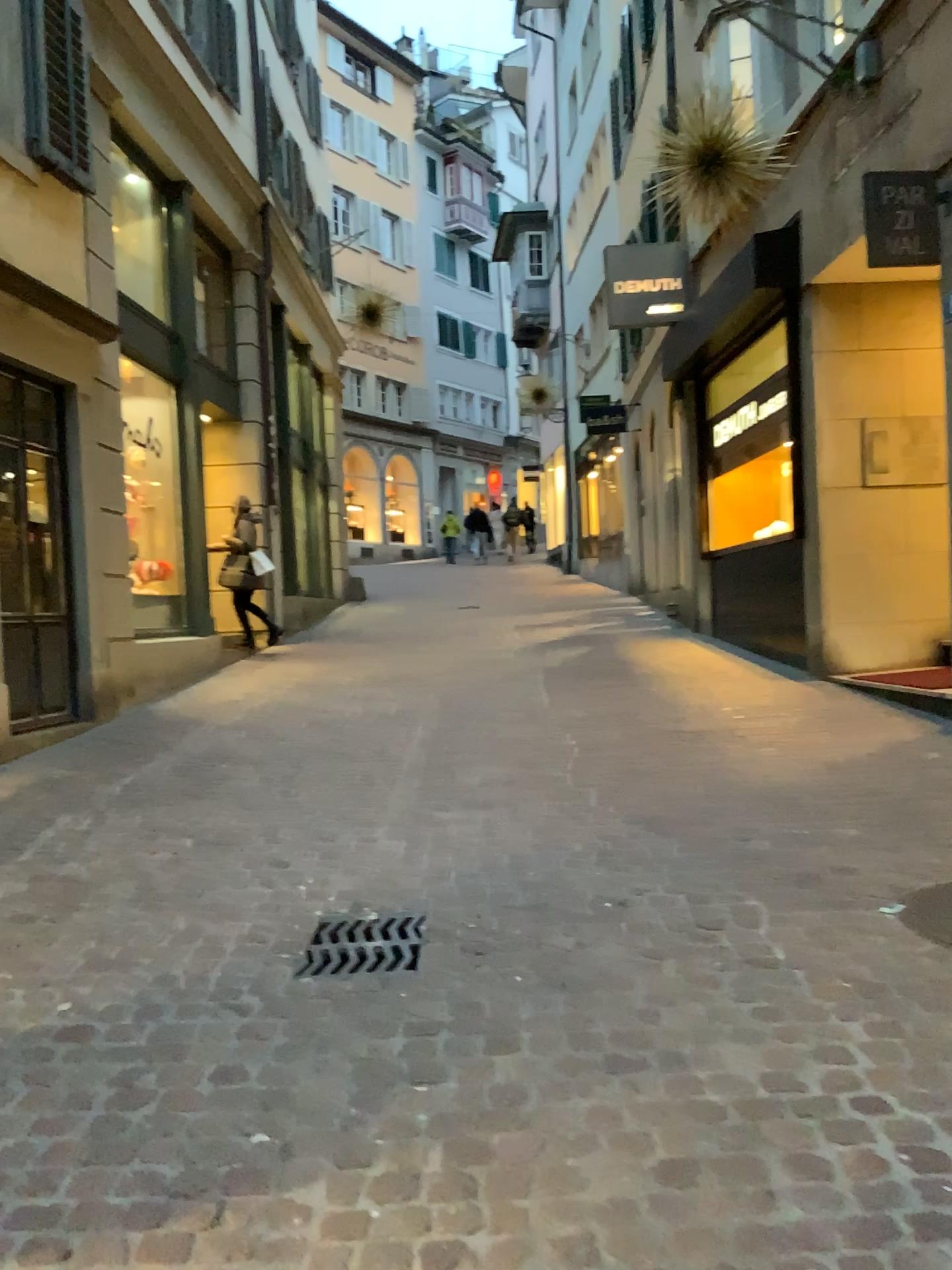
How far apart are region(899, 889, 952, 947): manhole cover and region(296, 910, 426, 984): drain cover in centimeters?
152cm

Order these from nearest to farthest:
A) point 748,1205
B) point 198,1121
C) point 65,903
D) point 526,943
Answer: point 748,1205, point 198,1121, point 526,943, point 65,903

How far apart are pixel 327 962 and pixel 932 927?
1.81m

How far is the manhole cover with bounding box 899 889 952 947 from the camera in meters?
3.2

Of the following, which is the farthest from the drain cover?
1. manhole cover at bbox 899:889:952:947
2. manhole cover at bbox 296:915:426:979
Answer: manhole cover at bbox 899:889:952:947

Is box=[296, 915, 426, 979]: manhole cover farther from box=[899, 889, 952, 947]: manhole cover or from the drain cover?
box=[899, 889, 952, 947]: manhole cover

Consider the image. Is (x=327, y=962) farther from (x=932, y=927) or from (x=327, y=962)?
(x=932, y=927)

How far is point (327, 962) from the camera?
3.1m

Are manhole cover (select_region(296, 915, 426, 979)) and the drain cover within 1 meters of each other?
yes

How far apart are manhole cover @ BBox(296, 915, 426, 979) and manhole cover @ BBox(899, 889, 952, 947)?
1.5m
